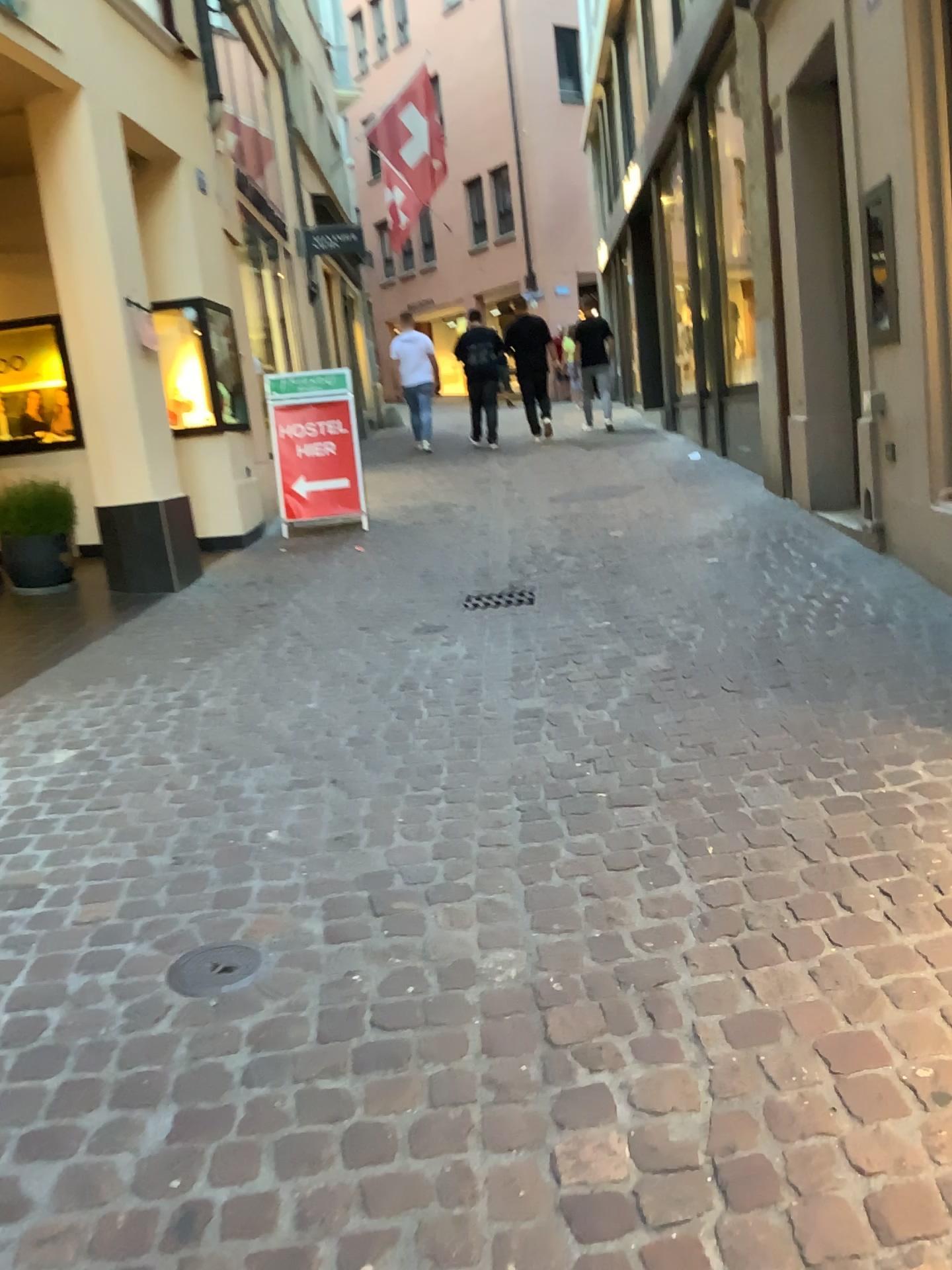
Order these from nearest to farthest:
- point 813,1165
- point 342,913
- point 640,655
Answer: point 813,1165
point 342,913
point 640,655

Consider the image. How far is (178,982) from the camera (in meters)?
2.12

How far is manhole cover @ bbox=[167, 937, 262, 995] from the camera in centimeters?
212cm
